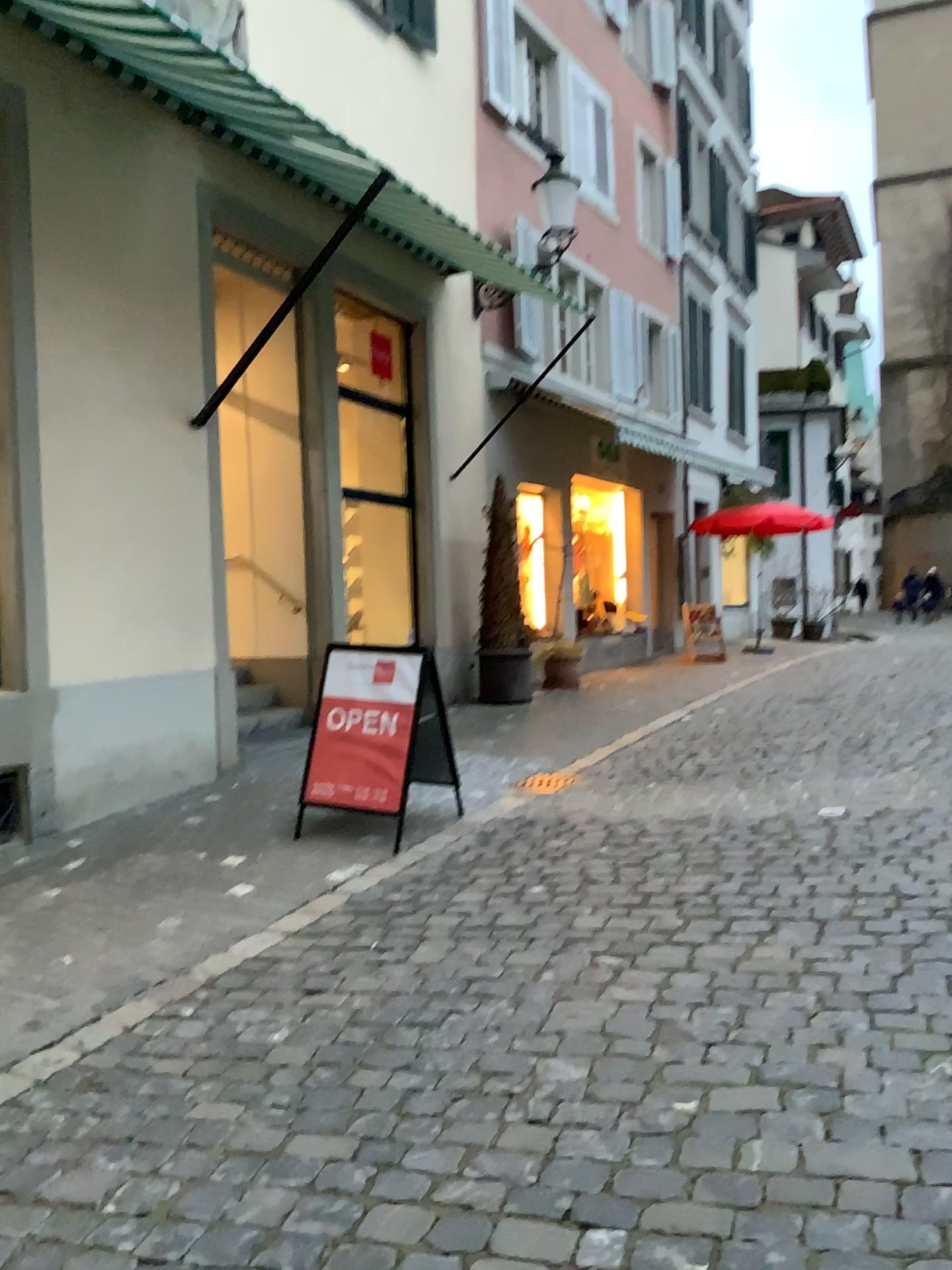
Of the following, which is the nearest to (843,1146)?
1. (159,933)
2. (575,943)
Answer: (575,943)
